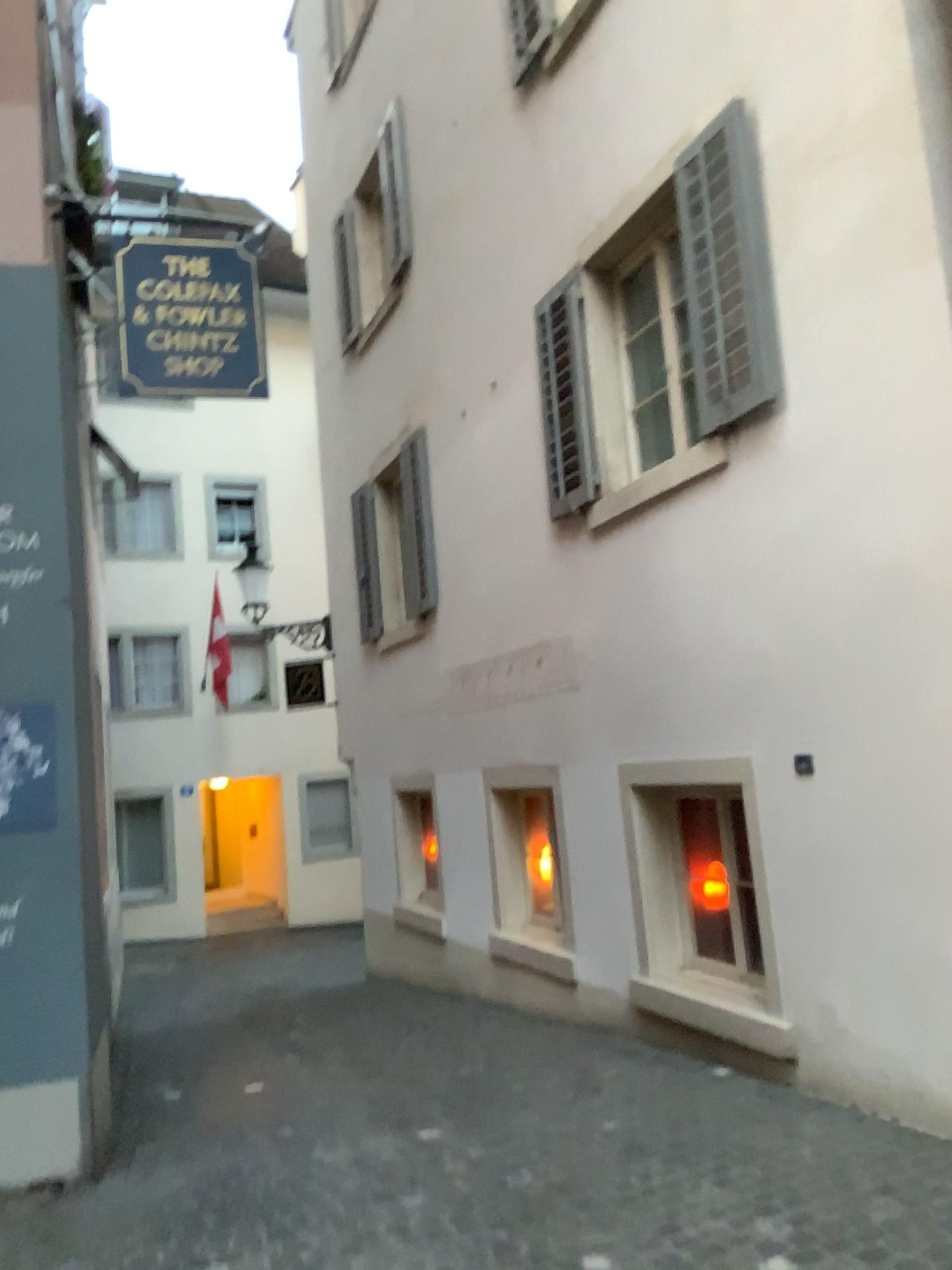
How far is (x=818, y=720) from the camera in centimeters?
436cm
